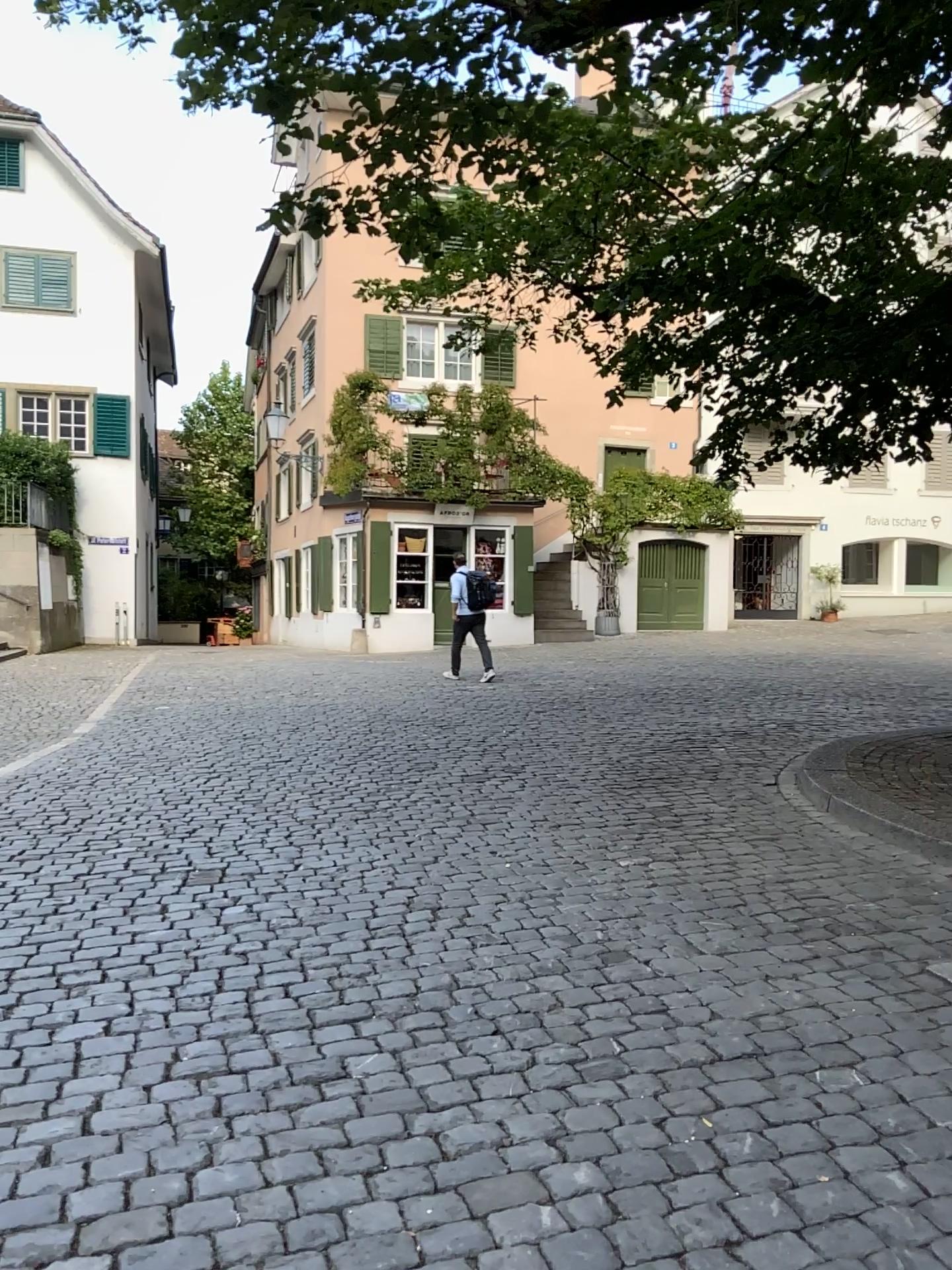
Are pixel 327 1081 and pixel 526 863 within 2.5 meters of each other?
yes
